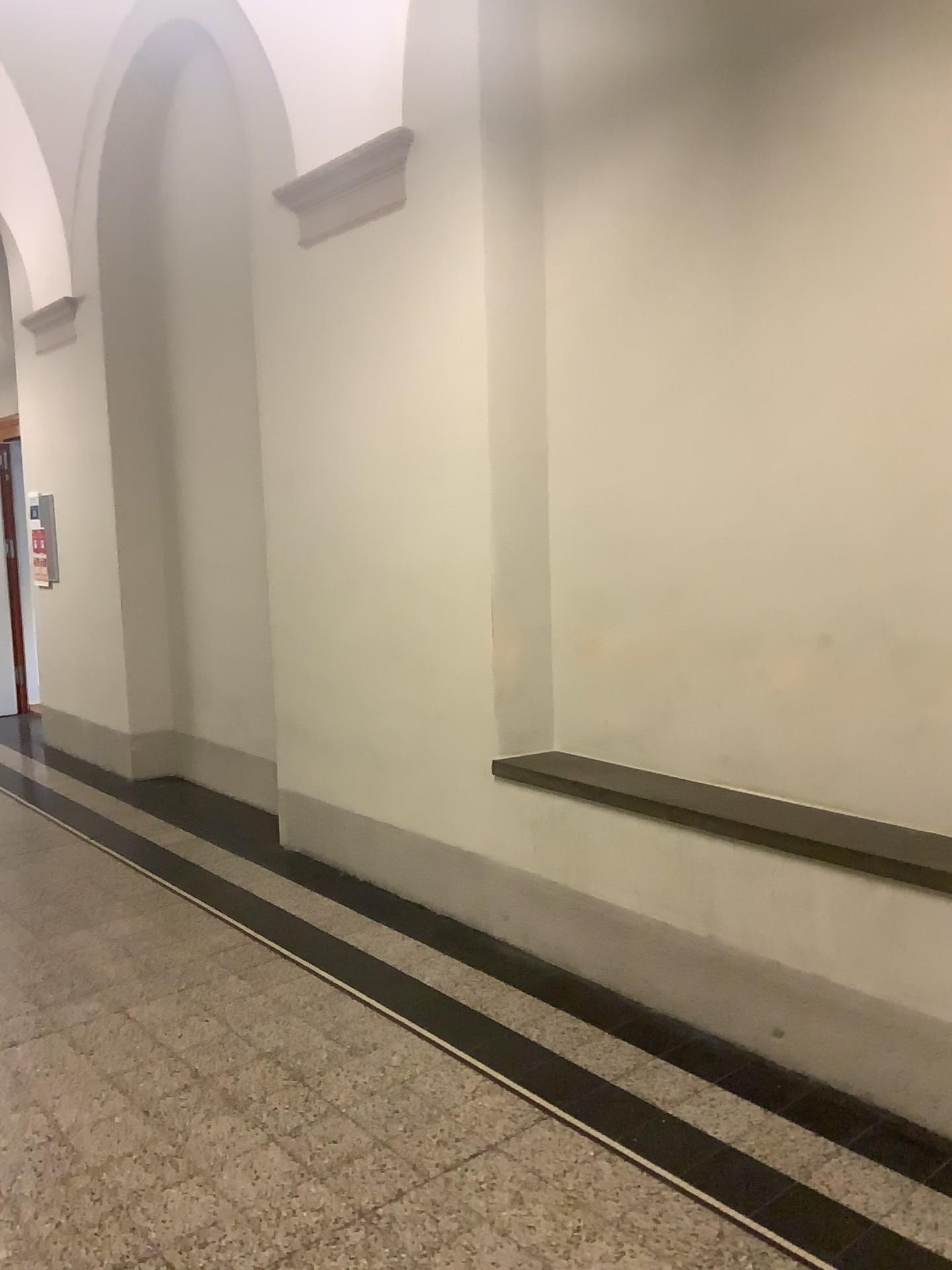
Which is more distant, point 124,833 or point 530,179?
point 124,833
